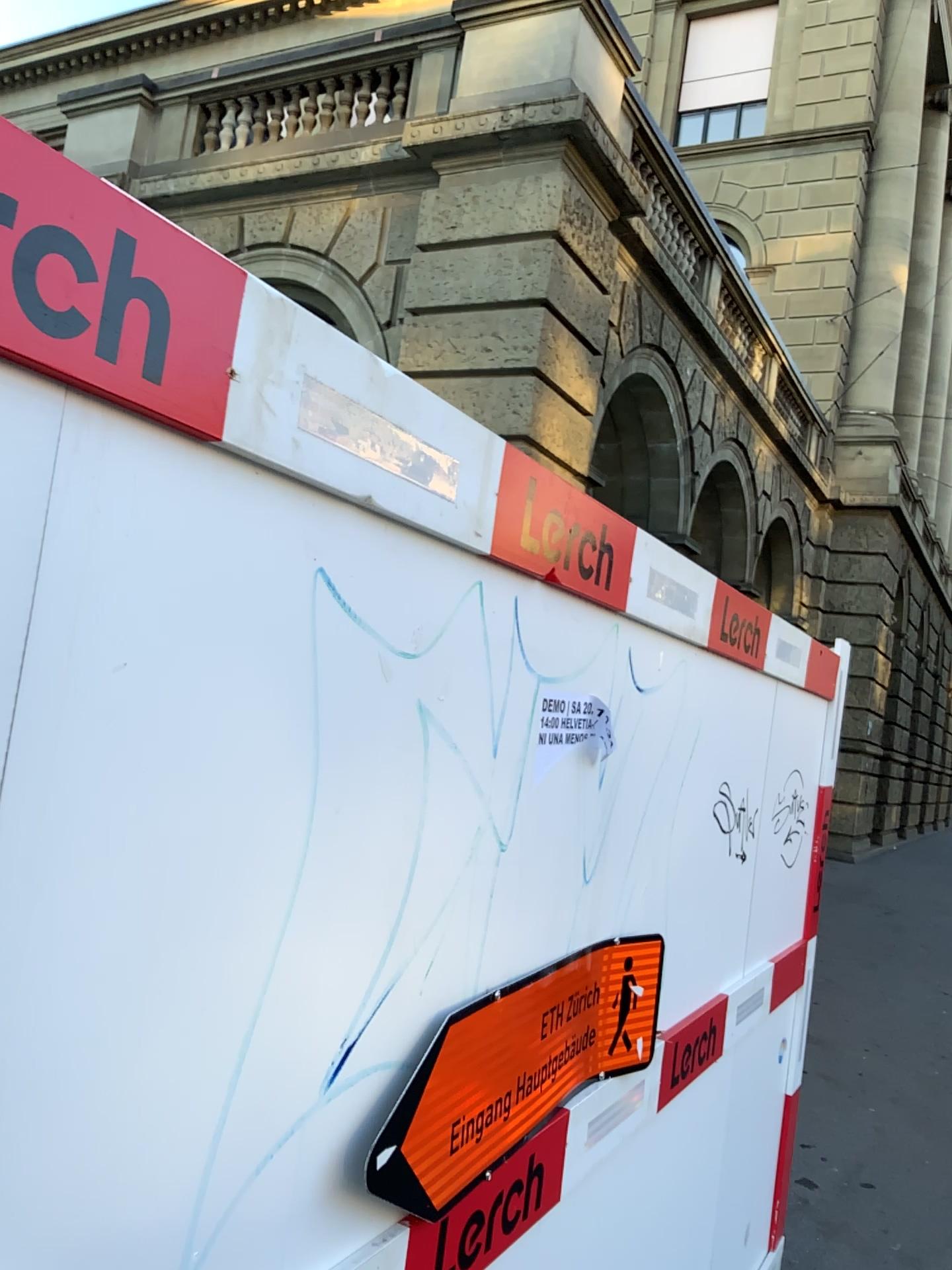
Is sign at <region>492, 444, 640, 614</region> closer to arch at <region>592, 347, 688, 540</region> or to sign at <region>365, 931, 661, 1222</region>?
arch at <region>592, 347, 688, 540</region>

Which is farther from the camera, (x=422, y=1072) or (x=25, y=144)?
(x=422, y=1072)

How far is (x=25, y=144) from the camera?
0.7m

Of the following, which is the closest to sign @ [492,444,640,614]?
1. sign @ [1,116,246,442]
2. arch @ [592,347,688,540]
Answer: arch @ [592,347,688,540]

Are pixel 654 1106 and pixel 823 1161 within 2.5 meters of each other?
no

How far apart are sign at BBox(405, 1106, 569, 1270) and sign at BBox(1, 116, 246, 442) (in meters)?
1.00

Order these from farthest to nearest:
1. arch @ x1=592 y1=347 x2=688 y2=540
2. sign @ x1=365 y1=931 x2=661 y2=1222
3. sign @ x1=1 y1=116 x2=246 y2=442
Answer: arch @ x1=592 y1=347 x2=688 y2=540
sign @ x1=365 y1=931 x2=661 y2=1222
sign @ x1=1 y1=116 x2=246 y2=442

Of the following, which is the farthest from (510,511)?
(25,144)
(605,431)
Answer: (25,144)

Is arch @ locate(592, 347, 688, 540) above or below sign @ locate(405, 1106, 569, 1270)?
above

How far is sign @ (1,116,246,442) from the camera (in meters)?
0.72
